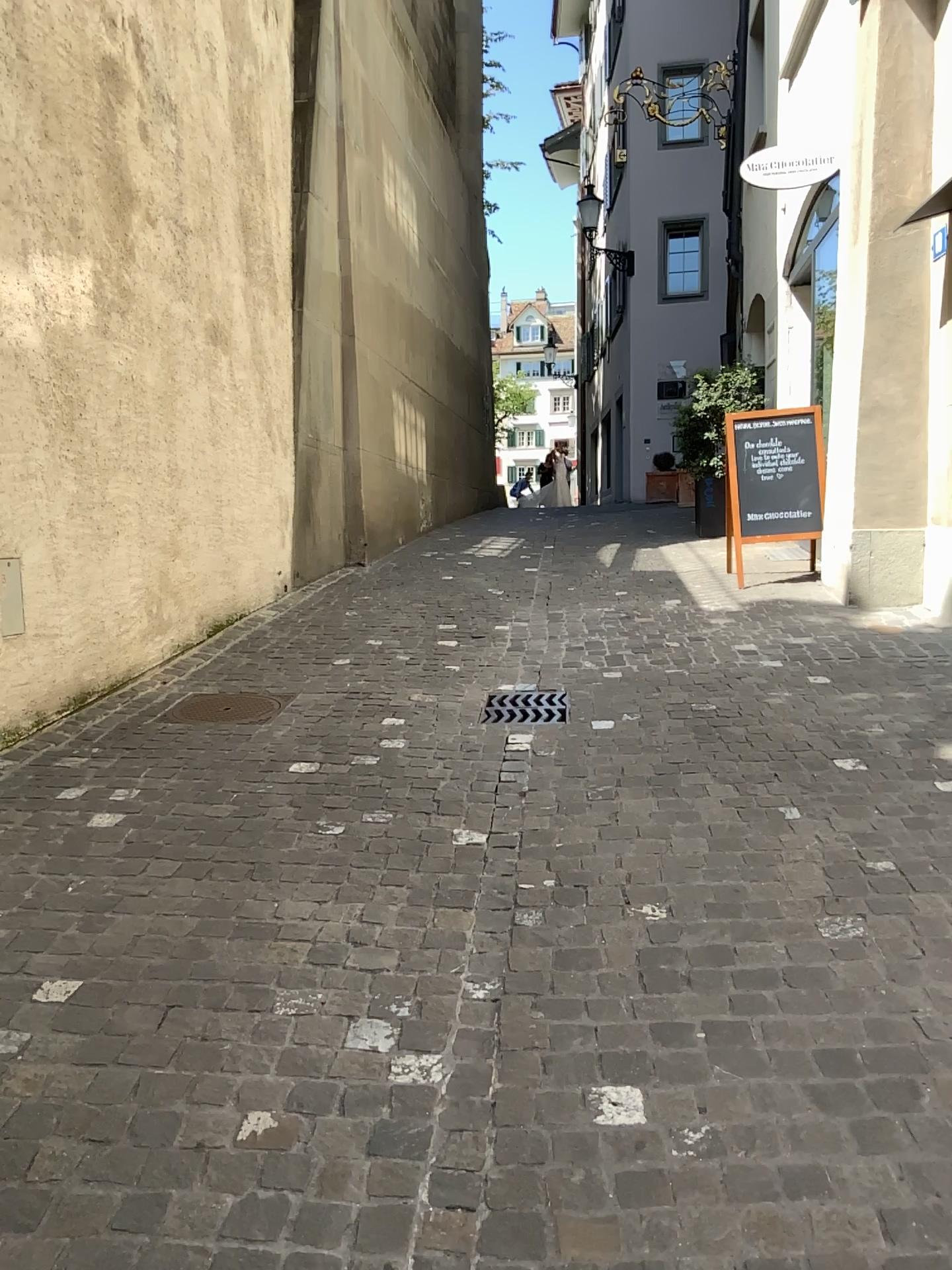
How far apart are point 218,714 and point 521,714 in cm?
130

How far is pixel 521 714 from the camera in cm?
451

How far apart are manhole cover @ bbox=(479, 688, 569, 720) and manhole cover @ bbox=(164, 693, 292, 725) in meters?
0.9

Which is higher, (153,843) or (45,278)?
(45,278)

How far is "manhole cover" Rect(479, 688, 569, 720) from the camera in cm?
451

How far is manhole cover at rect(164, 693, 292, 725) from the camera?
4.5 meters

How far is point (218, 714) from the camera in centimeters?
455cm
